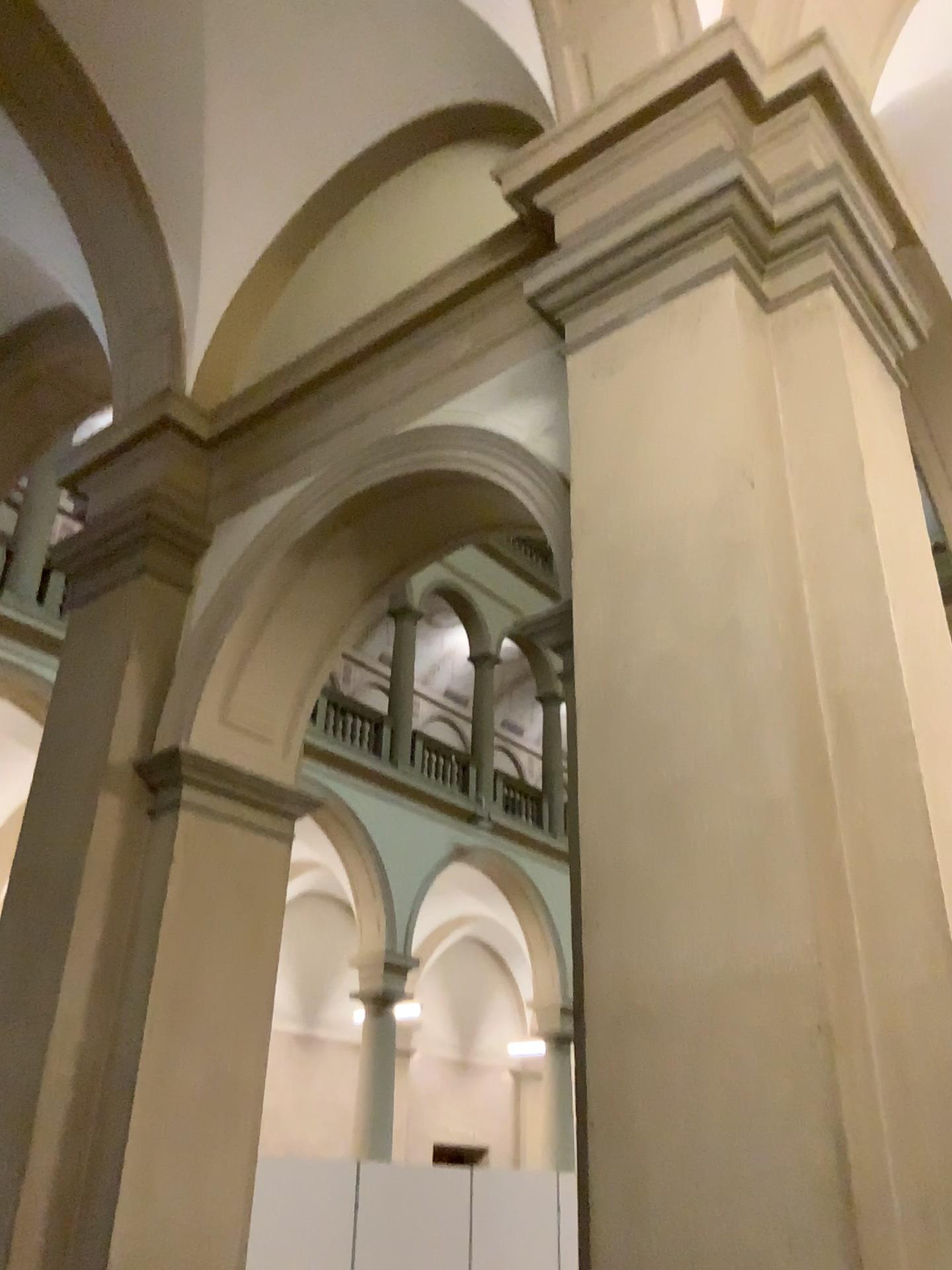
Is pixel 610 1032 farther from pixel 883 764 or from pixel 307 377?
pixel 307 377
